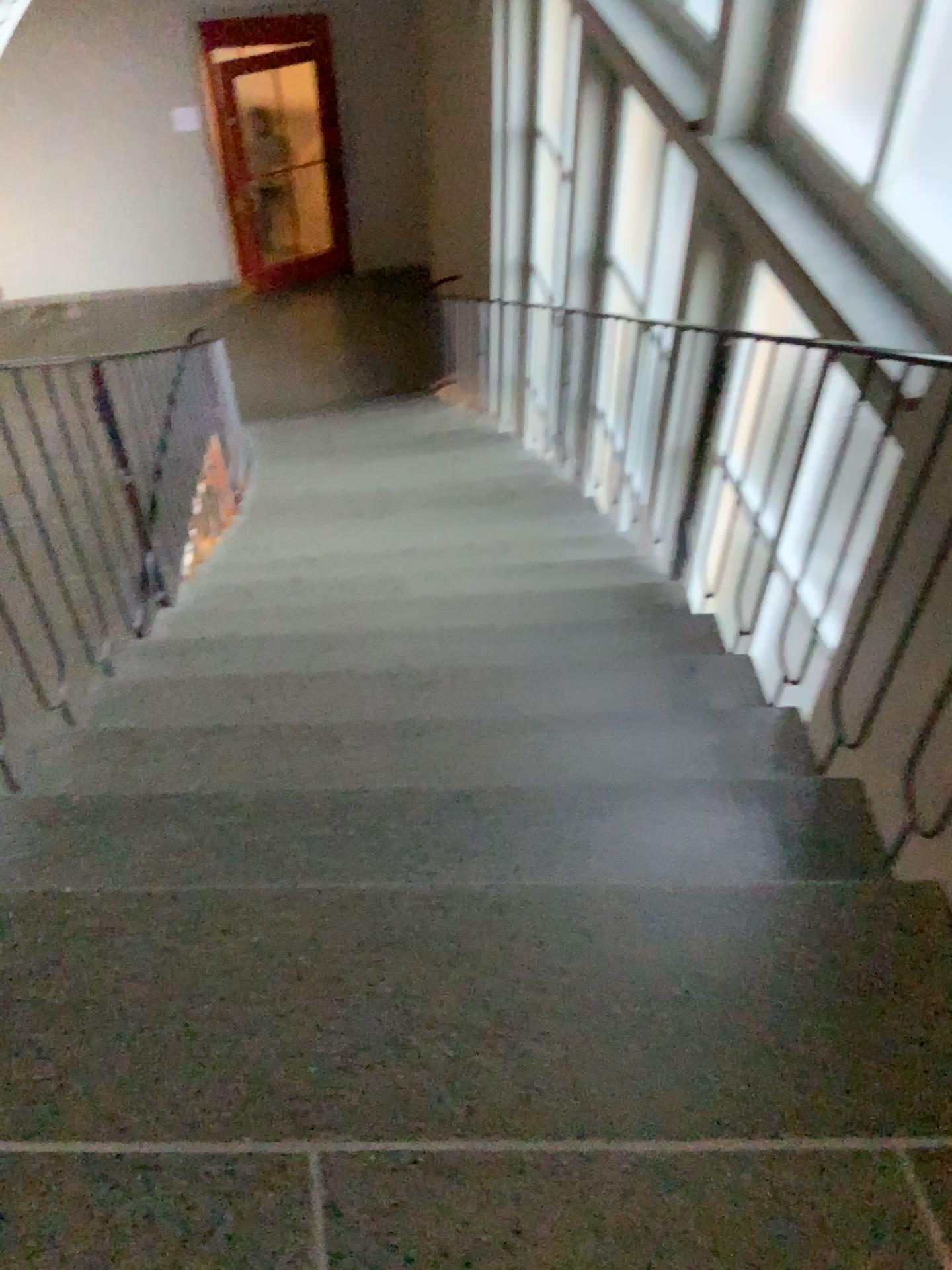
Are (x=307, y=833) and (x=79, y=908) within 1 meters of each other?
yes
